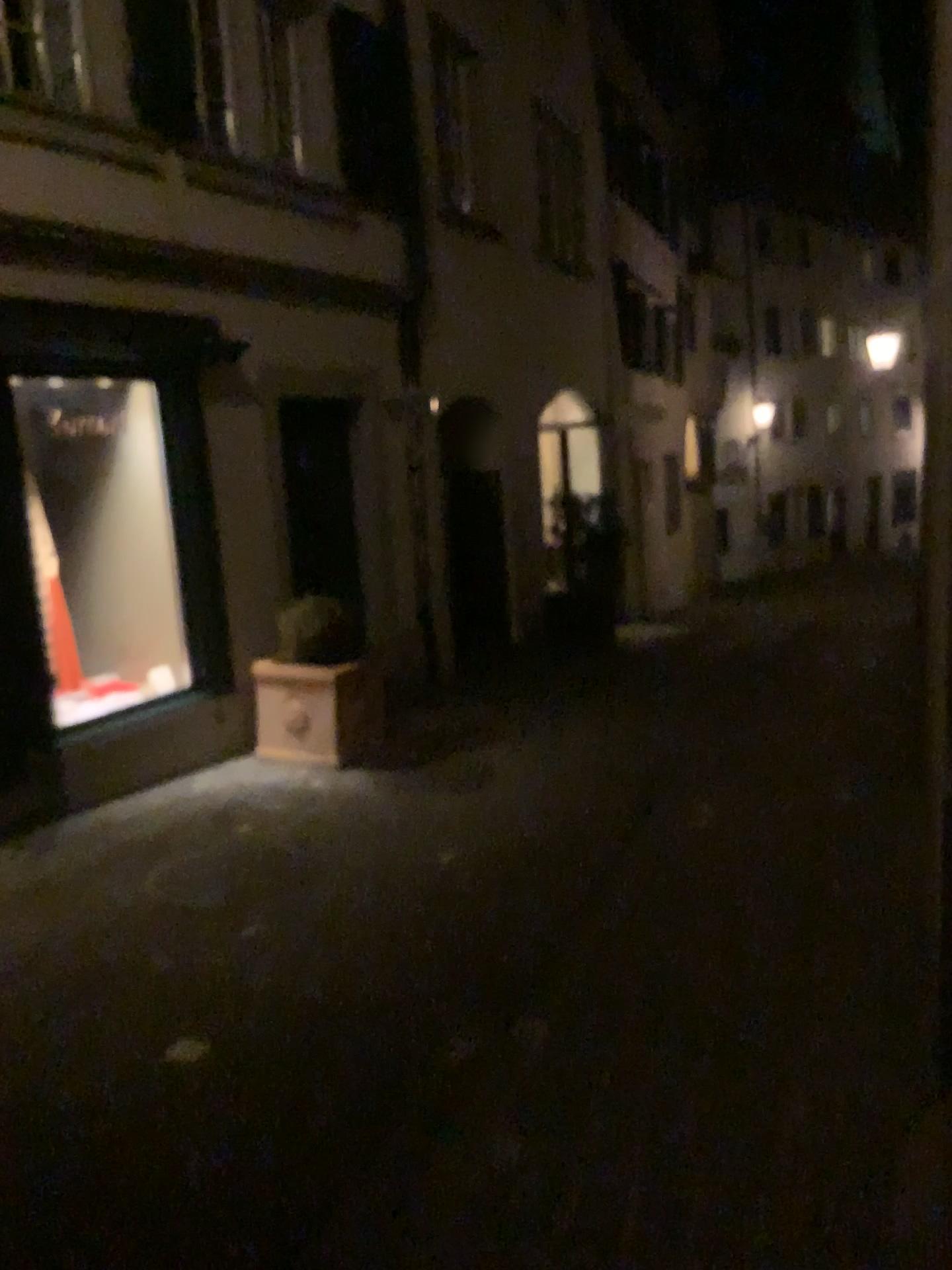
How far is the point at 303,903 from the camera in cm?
385
